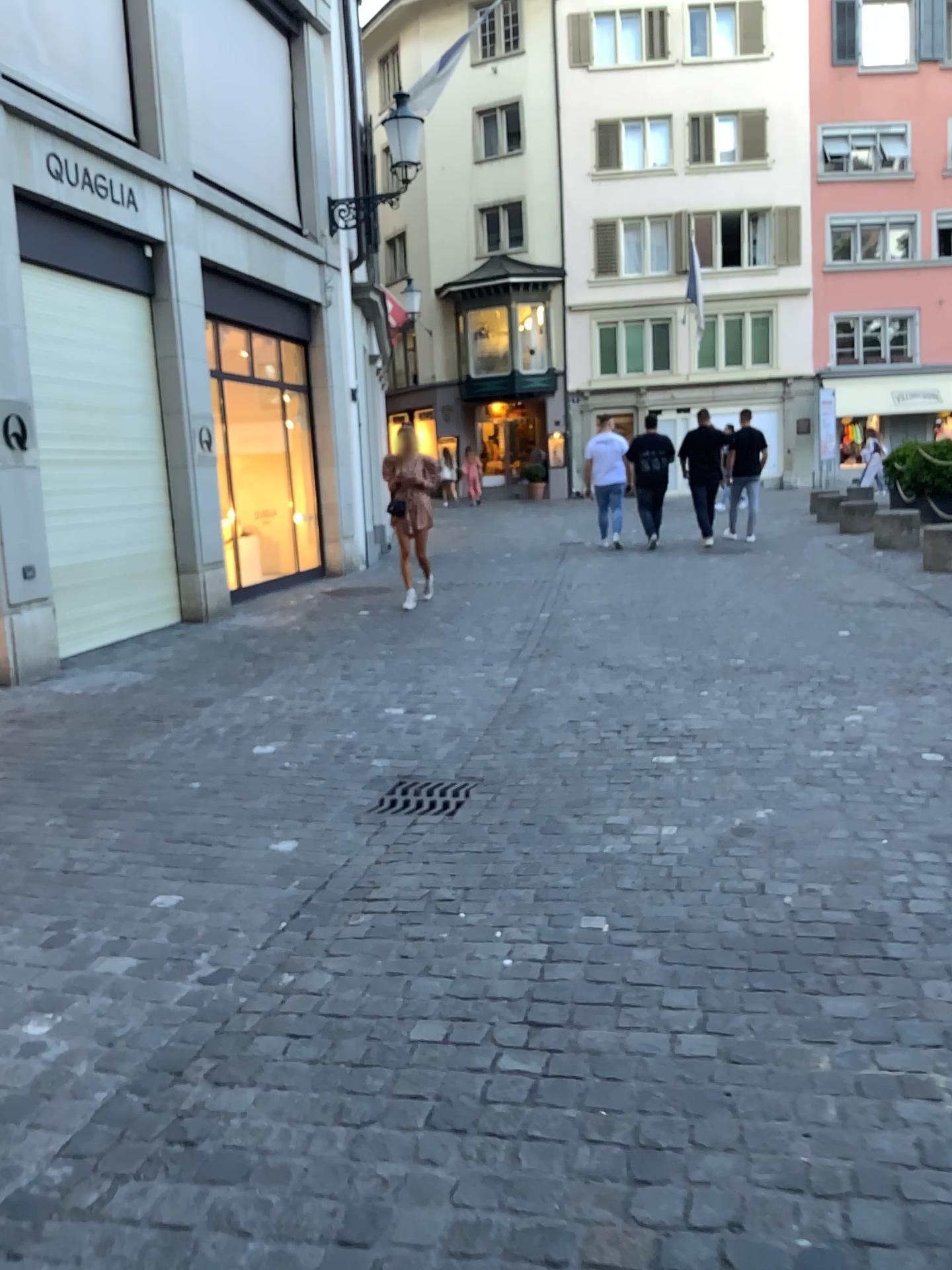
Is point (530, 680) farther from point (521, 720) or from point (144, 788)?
point (144, 788)

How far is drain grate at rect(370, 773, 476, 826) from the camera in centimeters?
407cm

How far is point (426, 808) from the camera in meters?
4.1
